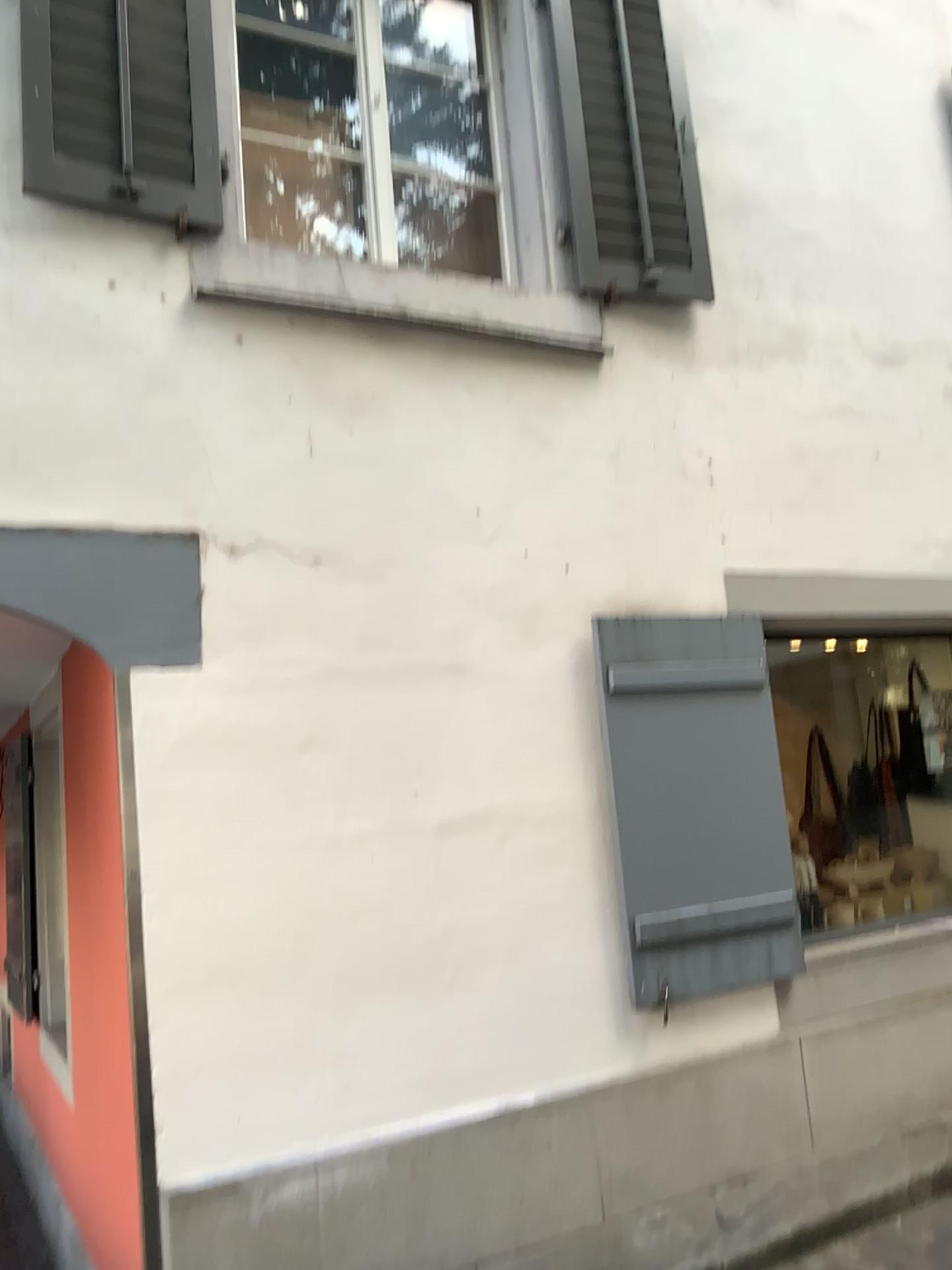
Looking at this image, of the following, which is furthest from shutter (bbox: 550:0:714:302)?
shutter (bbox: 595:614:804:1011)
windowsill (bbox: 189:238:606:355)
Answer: shutter (bbox: 595:614:804:1011)

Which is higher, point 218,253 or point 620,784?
point 218,253

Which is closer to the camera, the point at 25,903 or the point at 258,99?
the point at 258,99

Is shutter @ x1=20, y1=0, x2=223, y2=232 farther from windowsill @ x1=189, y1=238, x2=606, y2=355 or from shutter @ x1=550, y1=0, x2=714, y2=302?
shutter @ x1=550, y1=0, x2=714, y2=302

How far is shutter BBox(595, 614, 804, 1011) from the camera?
3.3m

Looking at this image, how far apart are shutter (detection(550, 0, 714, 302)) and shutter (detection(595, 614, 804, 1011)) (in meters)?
1.18

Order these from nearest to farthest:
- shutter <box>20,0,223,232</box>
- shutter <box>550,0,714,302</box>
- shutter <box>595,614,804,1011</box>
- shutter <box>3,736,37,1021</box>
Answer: shutter <box>20,0,223,232</box> → shutter <box>595,614,804,1011</box> → shutter <box>550,0,714,302</box> → shutter <box>3,736,37,1021</box>

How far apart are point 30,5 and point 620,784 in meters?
2.8

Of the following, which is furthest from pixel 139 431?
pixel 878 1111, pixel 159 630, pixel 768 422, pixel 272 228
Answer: pixel 878 1111

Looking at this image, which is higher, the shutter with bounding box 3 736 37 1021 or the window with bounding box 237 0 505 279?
the window with bounding box 237 0 505 279
